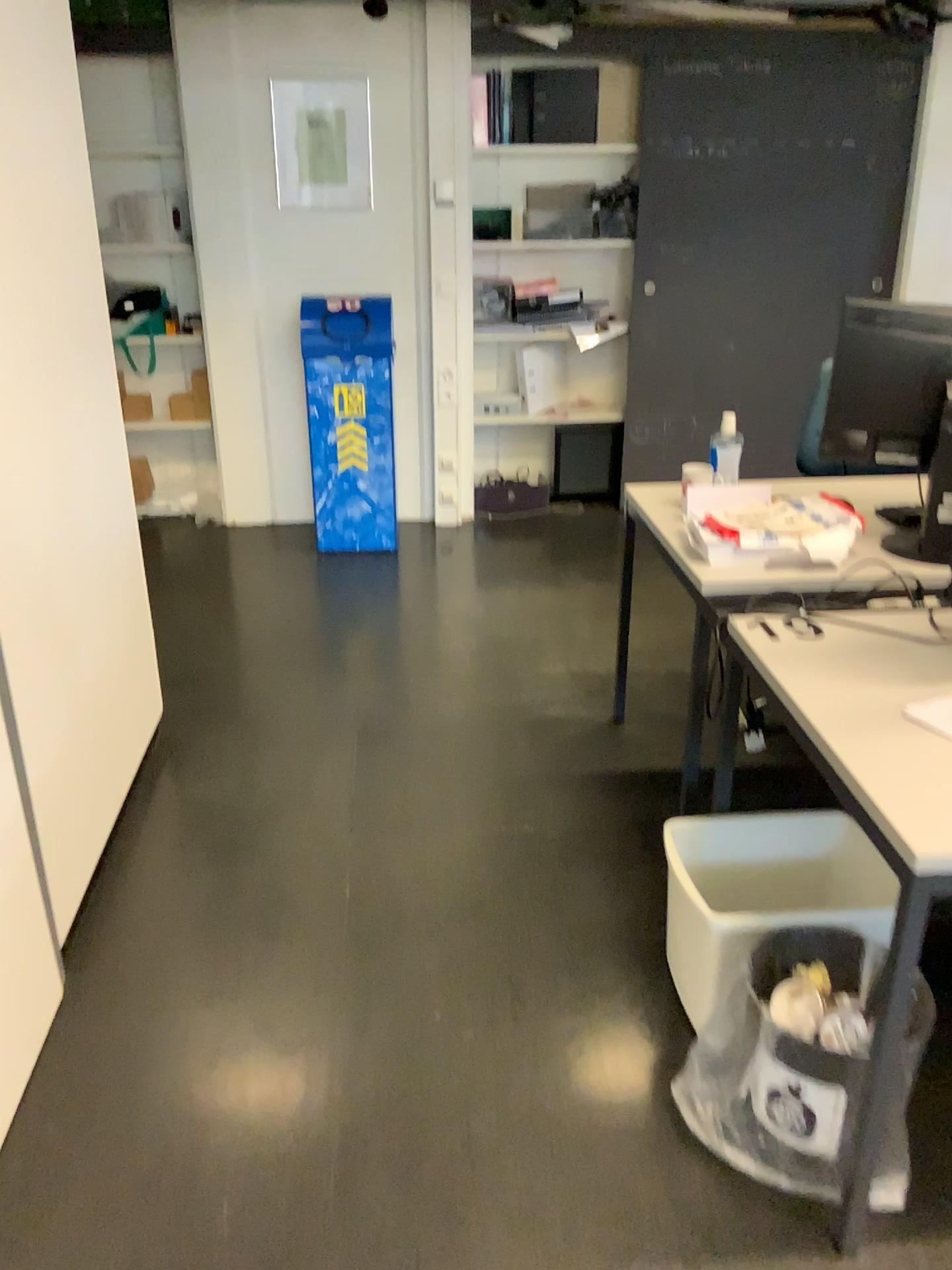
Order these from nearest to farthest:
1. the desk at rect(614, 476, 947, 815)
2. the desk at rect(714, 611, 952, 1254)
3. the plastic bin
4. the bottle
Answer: the desk at rect(714, 611, 952, 1254) → the plastic bin → the desk at rect(614, 476, 947, 815) → the bottle

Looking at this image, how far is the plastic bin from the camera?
1.89m

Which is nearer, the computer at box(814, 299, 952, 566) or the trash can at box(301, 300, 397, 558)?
the computer at box(814, 299, 952, 566)

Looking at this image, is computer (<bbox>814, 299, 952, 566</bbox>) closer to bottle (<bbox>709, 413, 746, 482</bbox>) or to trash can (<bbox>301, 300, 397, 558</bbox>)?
bottle (<bbox>709, 413, 746, 482</bbox>)

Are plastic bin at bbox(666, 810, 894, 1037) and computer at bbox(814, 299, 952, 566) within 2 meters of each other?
yes

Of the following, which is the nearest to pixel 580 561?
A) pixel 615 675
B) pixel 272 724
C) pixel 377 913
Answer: pixel 615 675

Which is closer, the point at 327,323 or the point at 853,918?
the point at 853,918

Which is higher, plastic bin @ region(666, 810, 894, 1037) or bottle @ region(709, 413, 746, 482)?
bottle @ region(709, 413, 746, 482)

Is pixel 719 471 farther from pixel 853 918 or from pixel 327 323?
pixel 327 323

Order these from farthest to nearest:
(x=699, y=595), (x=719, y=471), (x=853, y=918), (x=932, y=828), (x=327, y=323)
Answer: (x=327, y=323) < (x=719, y=471) < (x=699, y=595) < (x=853, y=918) < (x=932, y=828)
